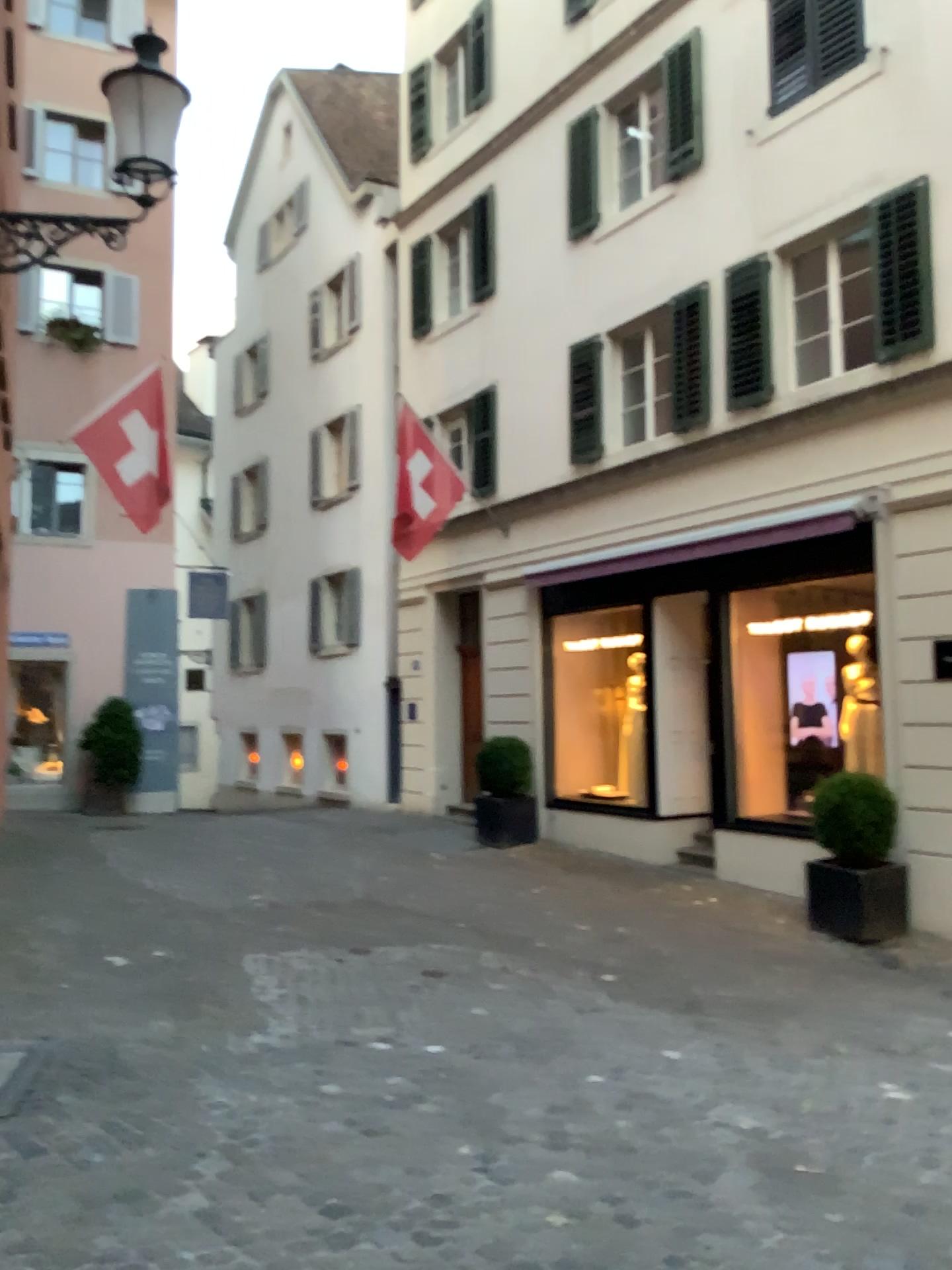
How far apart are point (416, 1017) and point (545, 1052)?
0.7m
